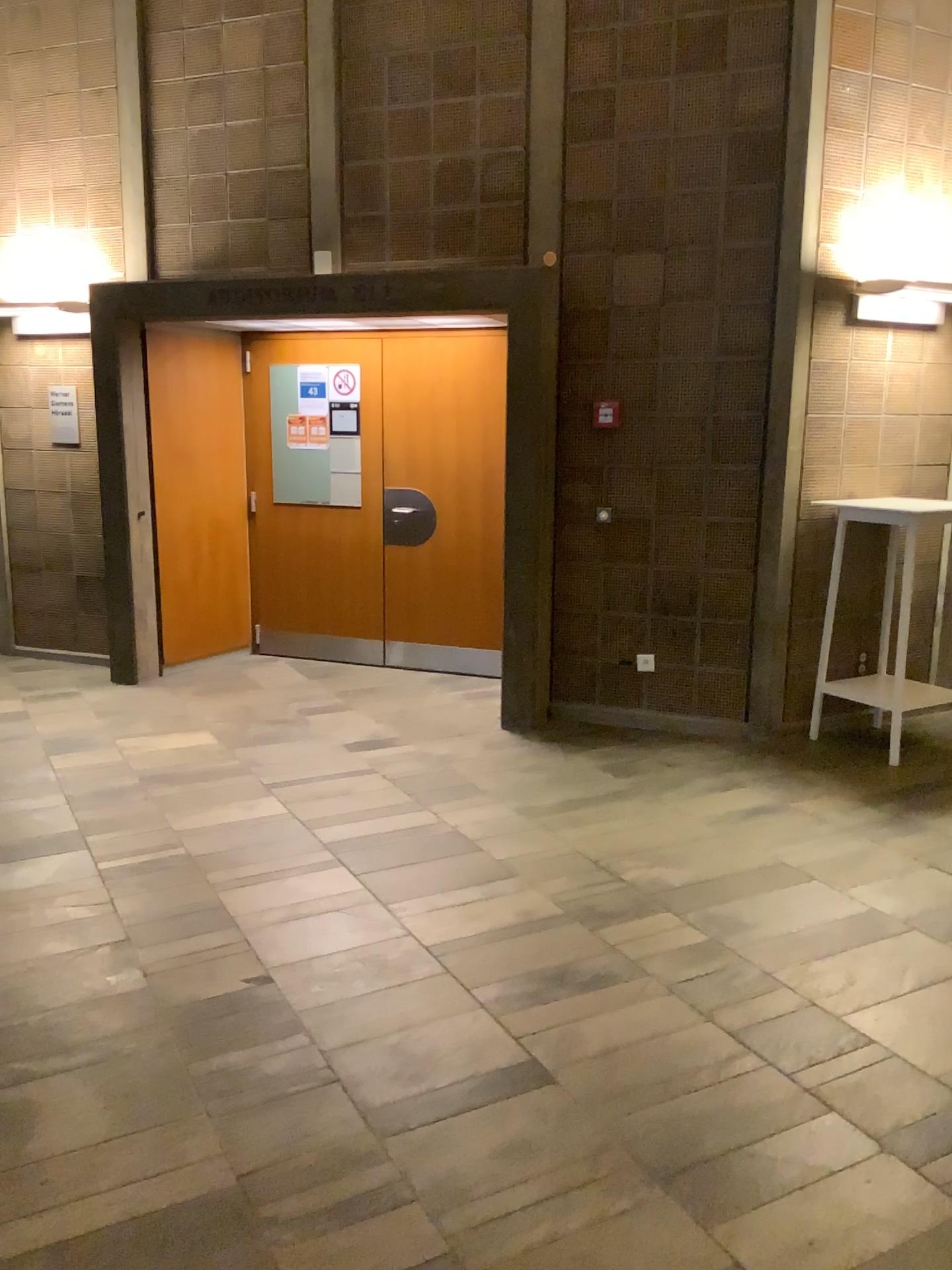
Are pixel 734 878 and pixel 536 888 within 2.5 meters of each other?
yes
